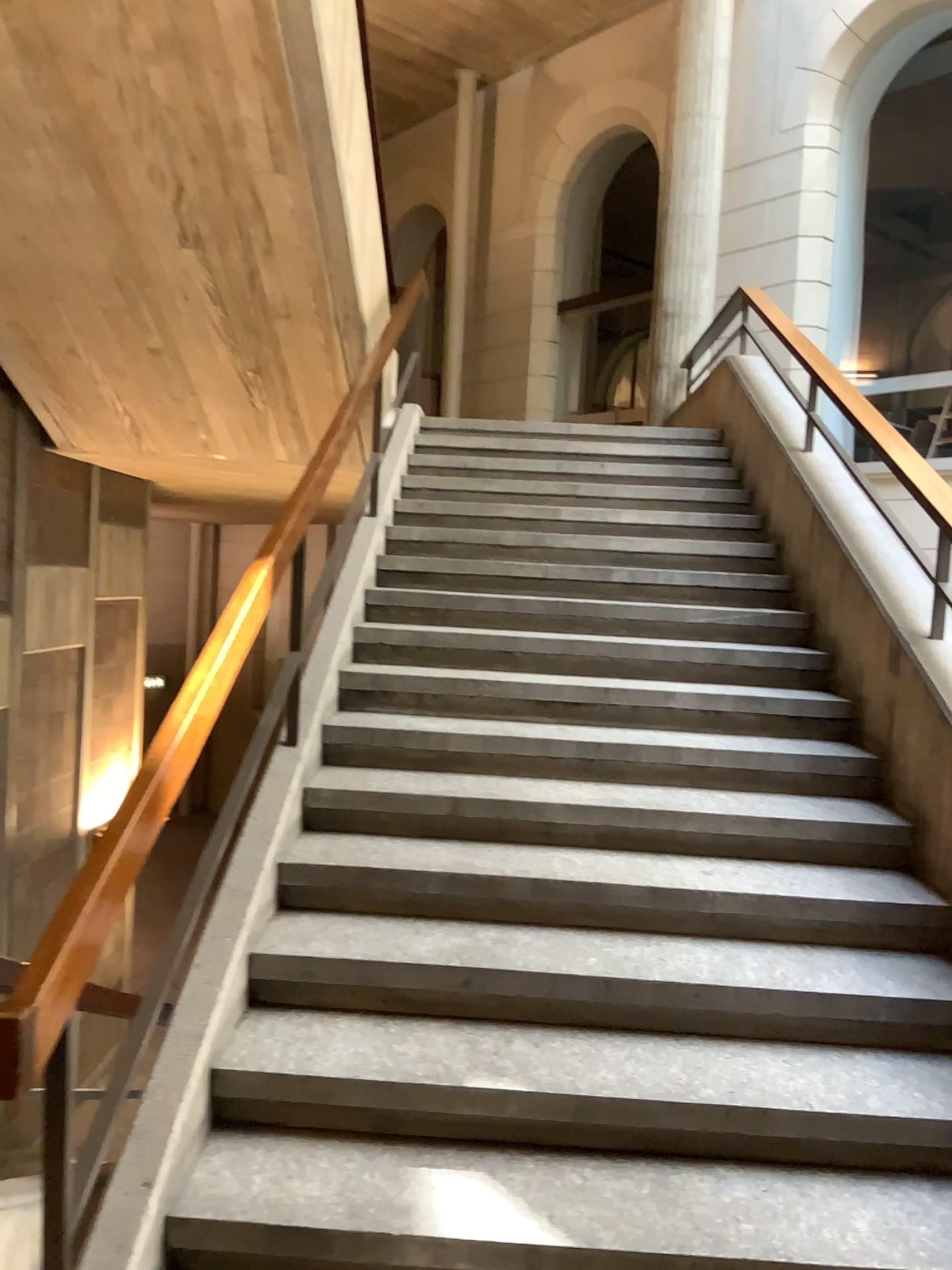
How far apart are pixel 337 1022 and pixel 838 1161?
1.23m
